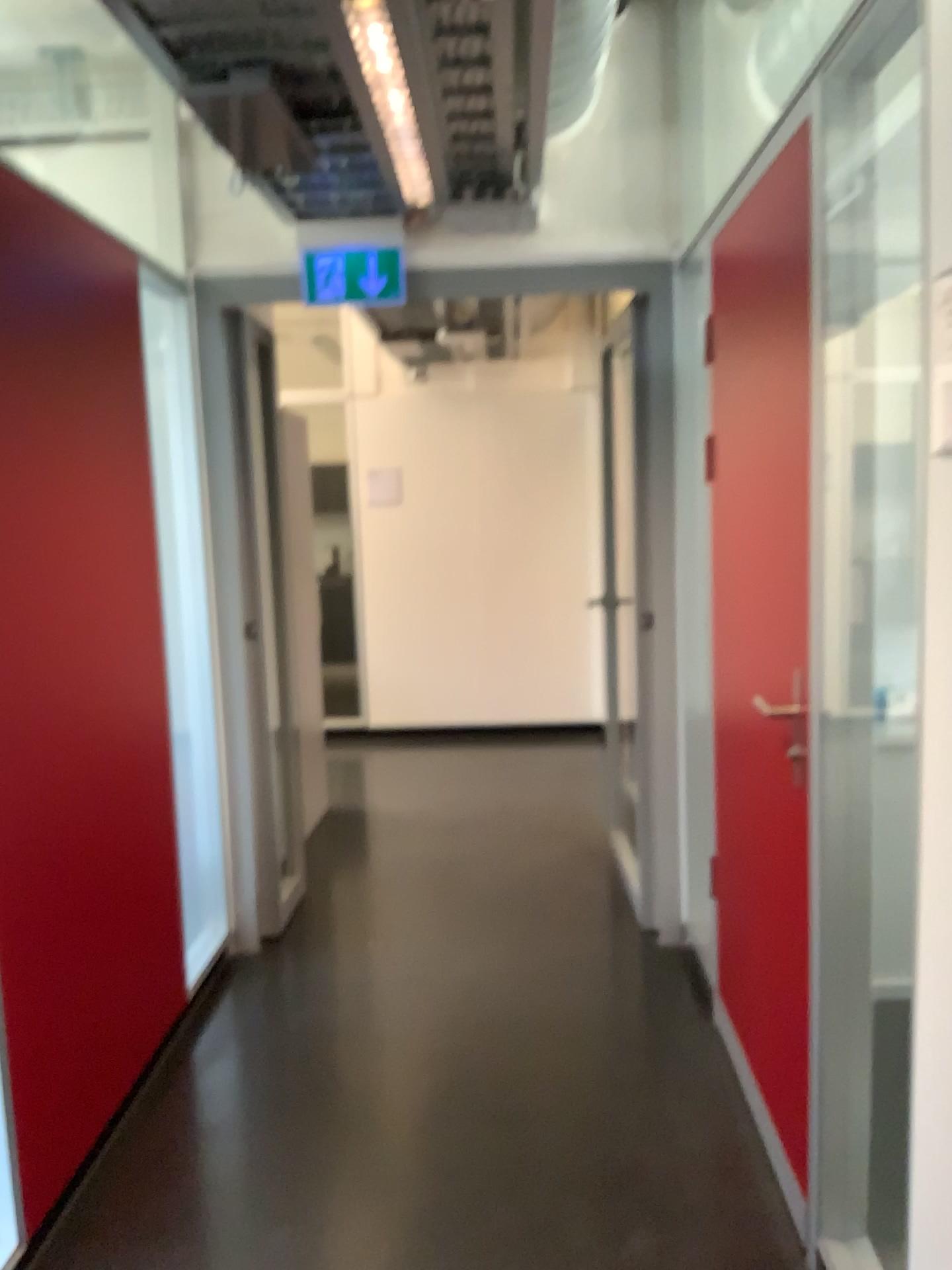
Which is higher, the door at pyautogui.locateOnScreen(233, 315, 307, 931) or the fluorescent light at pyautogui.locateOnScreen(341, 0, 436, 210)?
the fluorescent light at pyautogui.locateOnScreen(341, 0, 436, 210)

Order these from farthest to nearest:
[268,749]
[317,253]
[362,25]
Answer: [268,749] < [317,253] < [362,25]

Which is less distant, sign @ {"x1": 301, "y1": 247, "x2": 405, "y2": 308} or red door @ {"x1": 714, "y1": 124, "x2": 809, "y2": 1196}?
red door @ {"x1": 714, "y1": 124, "x2": 809, "y2": 1196}

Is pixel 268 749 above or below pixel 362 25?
below

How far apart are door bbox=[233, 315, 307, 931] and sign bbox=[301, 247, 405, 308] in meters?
0.4 m

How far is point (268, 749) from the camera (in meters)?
3.66

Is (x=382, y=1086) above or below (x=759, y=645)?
below

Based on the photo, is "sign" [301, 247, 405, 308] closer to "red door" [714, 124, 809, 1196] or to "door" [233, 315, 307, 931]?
"door" [233, 315, 307, 931]

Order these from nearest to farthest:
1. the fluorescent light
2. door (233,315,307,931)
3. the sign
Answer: the fluorescent light
the sign
door (233,315,307,931)

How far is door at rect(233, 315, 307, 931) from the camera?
3.7m
